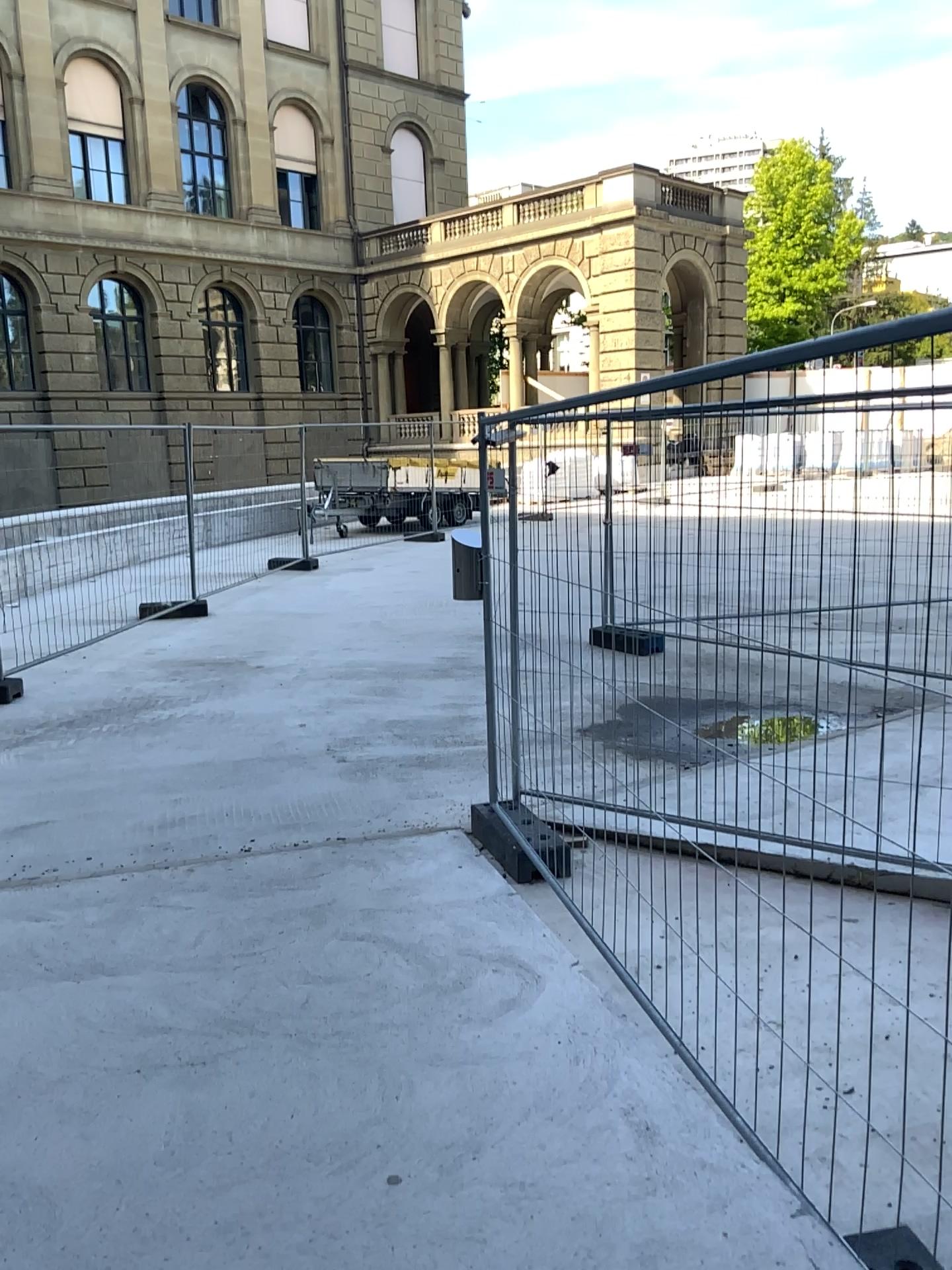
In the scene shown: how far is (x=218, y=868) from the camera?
4.46m
